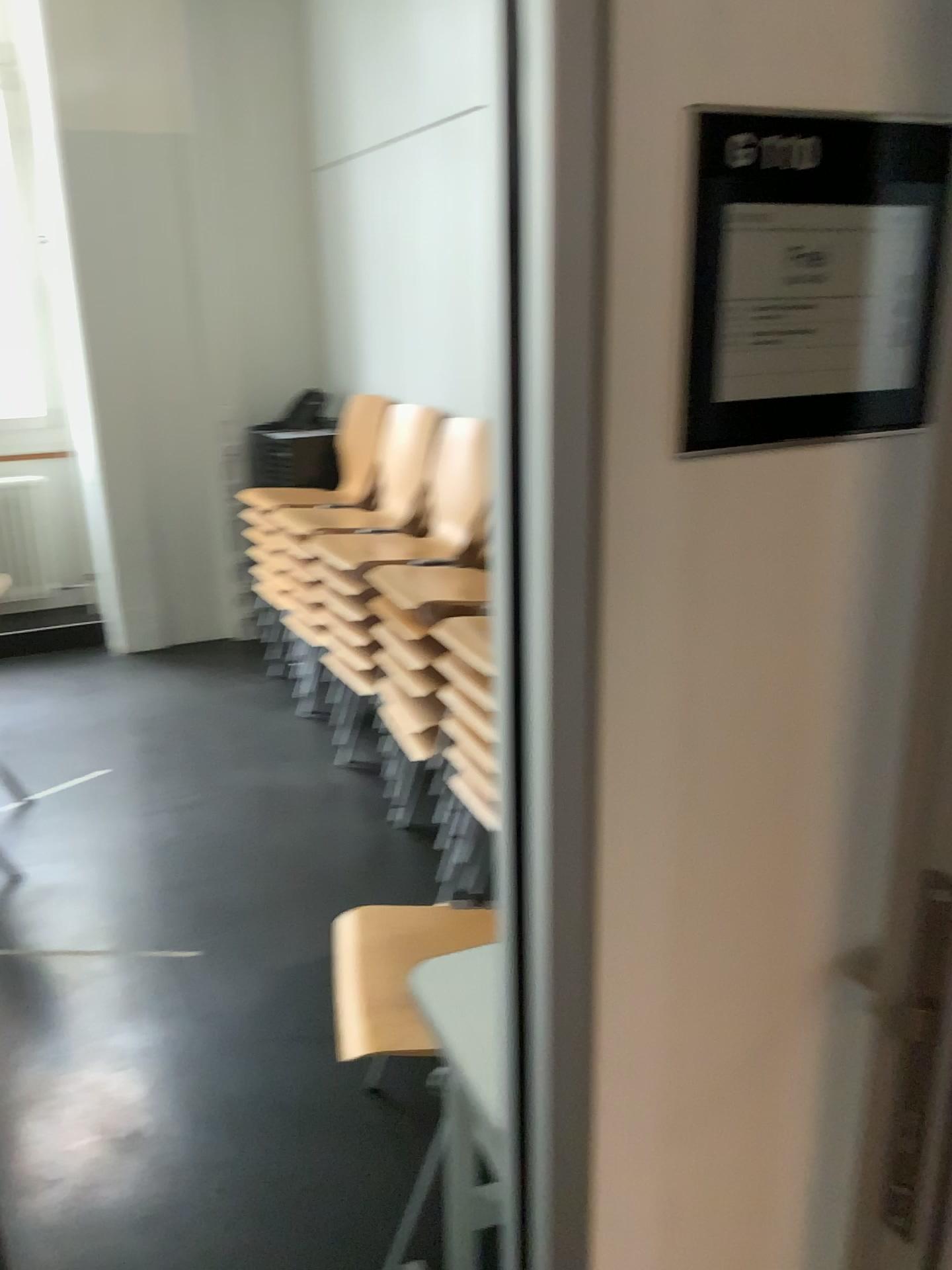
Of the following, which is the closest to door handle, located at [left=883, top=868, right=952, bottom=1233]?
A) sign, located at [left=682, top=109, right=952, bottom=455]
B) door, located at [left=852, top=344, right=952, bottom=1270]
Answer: door, located at [left=852, top=344, right=952, bottom=1270]

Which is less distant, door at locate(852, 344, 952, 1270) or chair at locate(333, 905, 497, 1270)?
door at locate(852, 344, 952, 1270)

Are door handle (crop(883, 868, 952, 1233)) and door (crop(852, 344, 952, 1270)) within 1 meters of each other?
yes

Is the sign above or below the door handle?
above

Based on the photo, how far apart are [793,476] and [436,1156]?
1.7 meters

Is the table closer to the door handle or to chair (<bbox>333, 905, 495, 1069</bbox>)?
chair (<bbox>333, 905, 495, 1069</bbox>)

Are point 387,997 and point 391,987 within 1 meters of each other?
yes

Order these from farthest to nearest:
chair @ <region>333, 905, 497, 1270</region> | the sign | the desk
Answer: chair @ <region>333, 905, 497, 1270</region>, the desk, the sign

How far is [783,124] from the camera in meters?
0.7

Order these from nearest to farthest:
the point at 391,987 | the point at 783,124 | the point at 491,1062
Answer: the point at 783,124 < the point at 491,1062 < the point at 391,987
